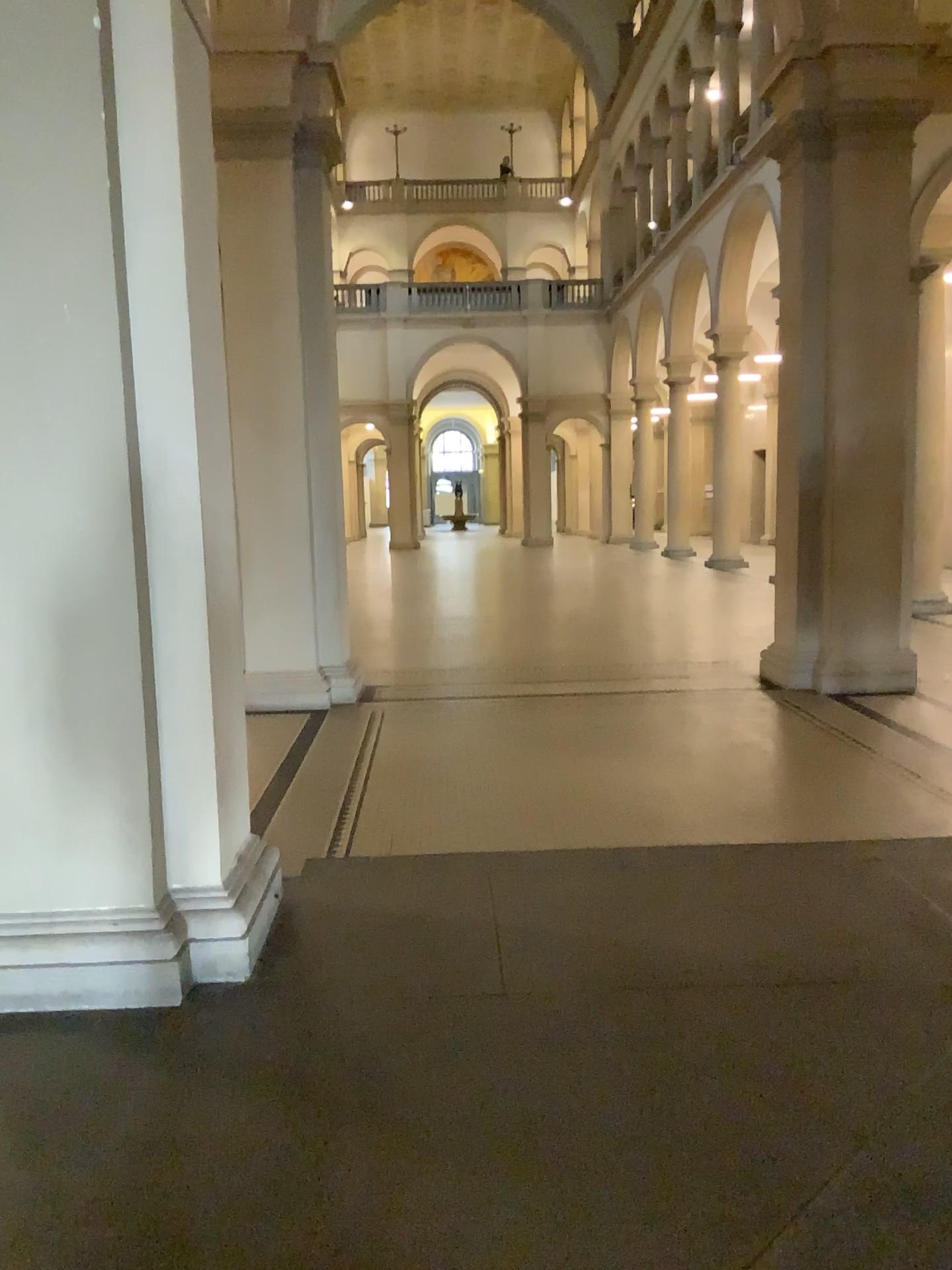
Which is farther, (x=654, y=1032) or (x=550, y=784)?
(x=550, y=784)
